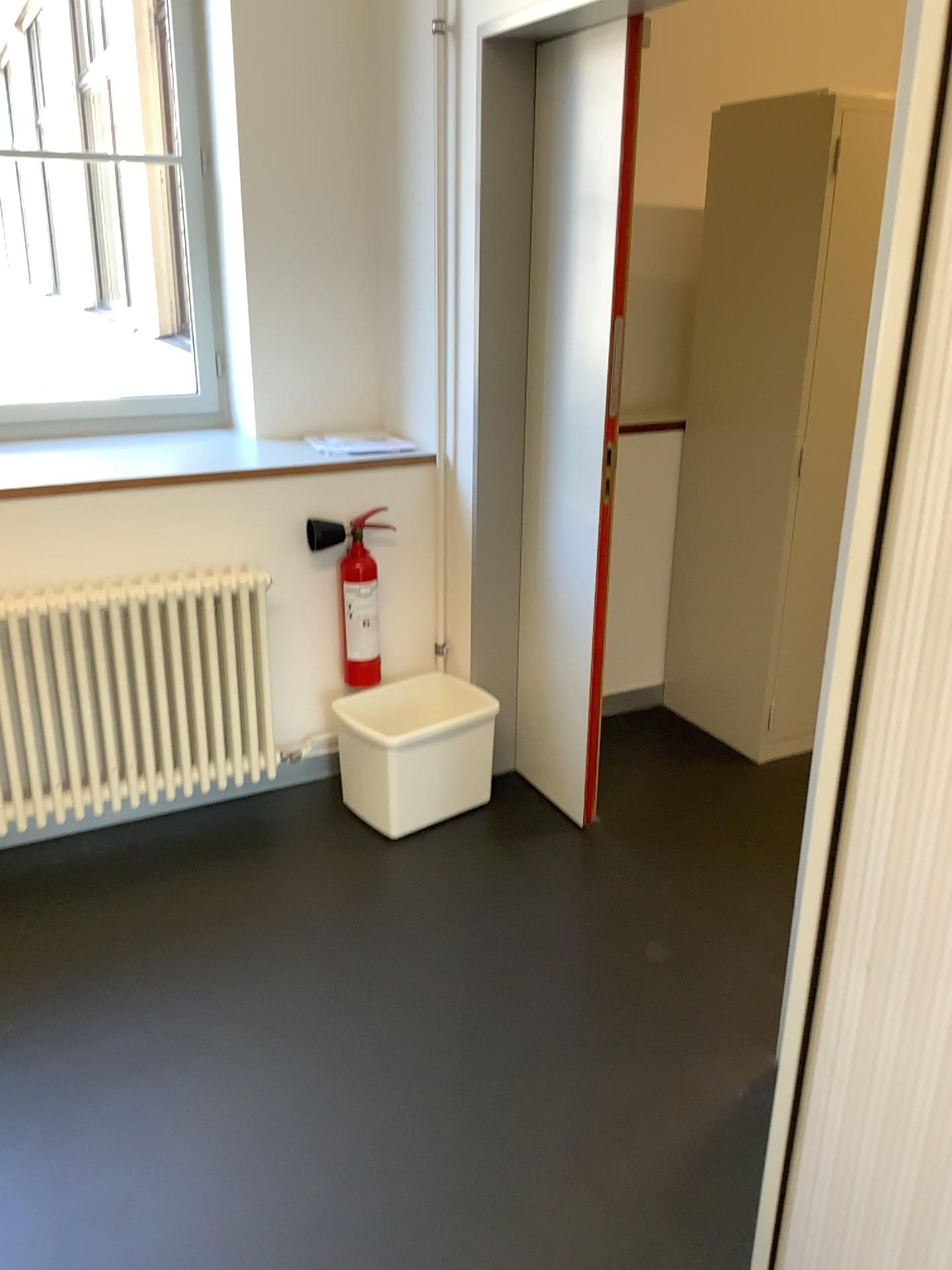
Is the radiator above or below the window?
below

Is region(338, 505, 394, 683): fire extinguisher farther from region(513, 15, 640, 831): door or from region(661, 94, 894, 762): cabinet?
region(661, 94, 894, 762): cabinet

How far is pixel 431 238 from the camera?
2.9 meters

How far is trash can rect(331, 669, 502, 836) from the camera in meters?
2.8

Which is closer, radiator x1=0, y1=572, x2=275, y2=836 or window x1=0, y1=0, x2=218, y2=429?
radiator x1=0, y1=572, x2=275, y2=836

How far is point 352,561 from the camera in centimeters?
297cm

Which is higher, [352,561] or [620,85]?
[620,85]

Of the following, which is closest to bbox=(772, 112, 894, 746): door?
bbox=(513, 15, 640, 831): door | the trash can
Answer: bbox=(513, 15, 640, 831): door

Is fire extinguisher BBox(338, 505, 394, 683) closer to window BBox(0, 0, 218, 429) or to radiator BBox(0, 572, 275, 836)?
radiator BBox(0, 572, 275, 836)

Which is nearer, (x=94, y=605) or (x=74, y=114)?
(x=94, y=605)
